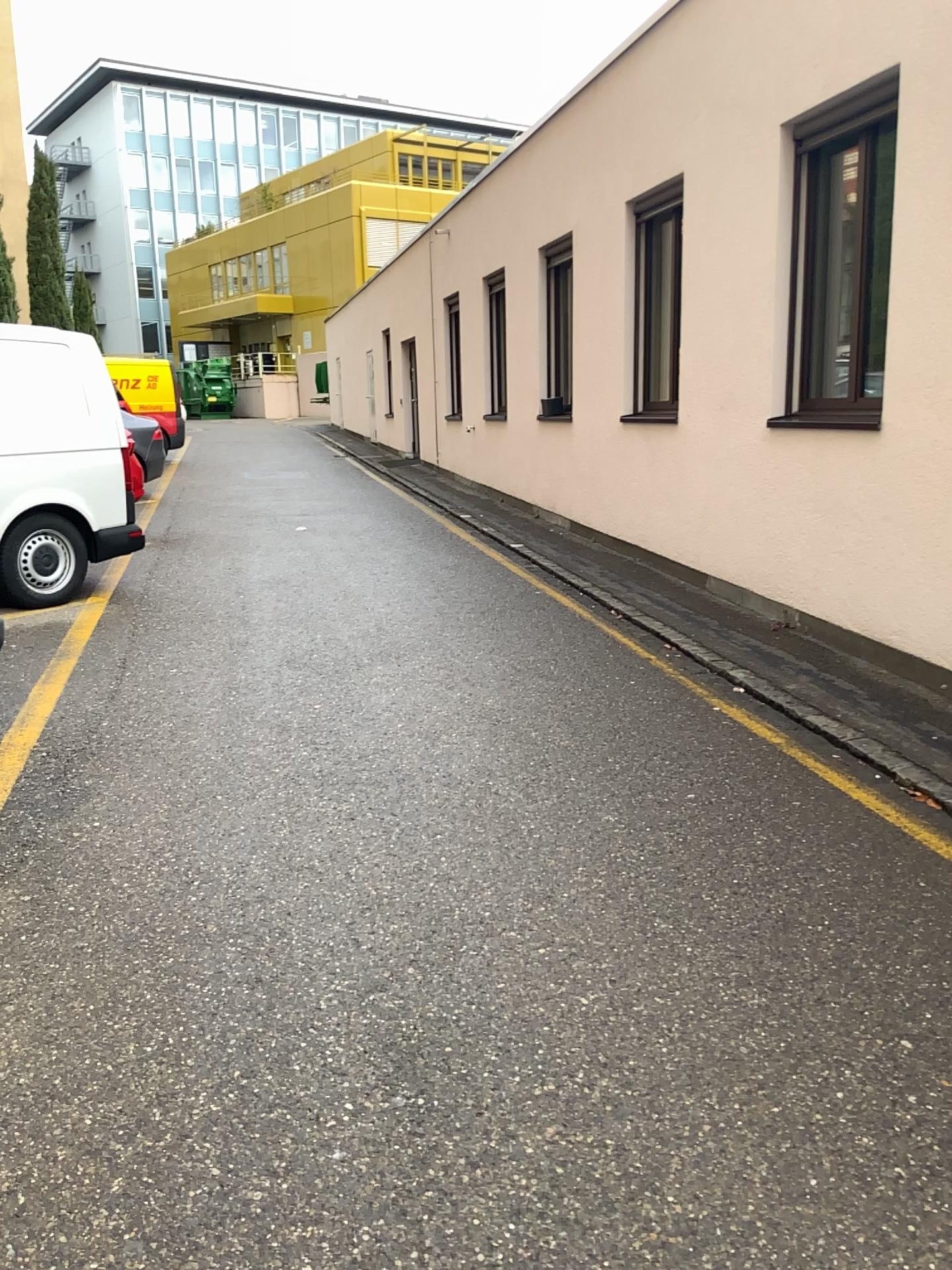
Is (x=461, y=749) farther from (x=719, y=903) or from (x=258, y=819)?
(x=719, y=903)
